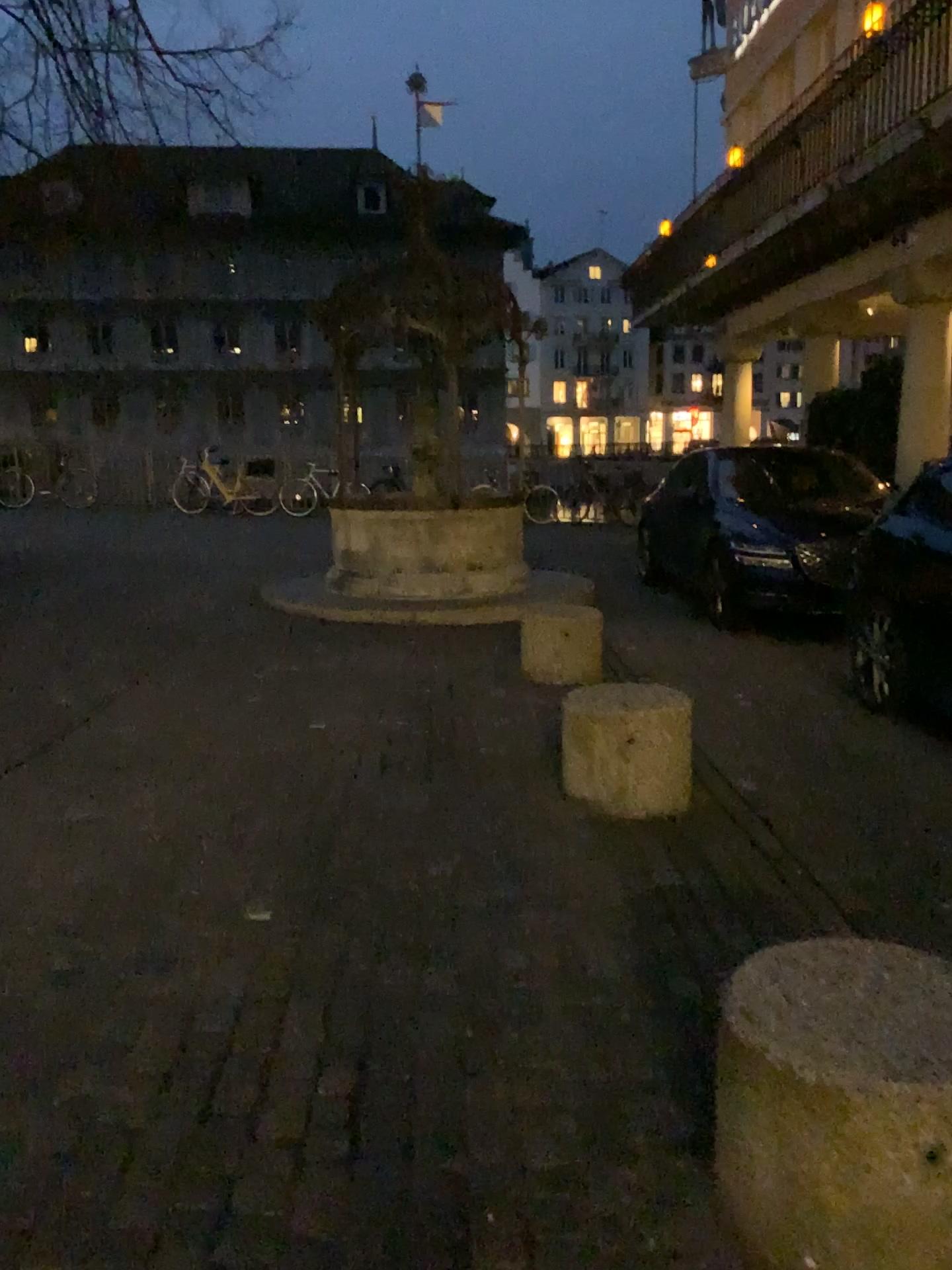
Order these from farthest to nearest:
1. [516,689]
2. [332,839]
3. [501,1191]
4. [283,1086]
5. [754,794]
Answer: [516,689] < [754,794] < [332,839] < [283,1086] < [501,1191]
